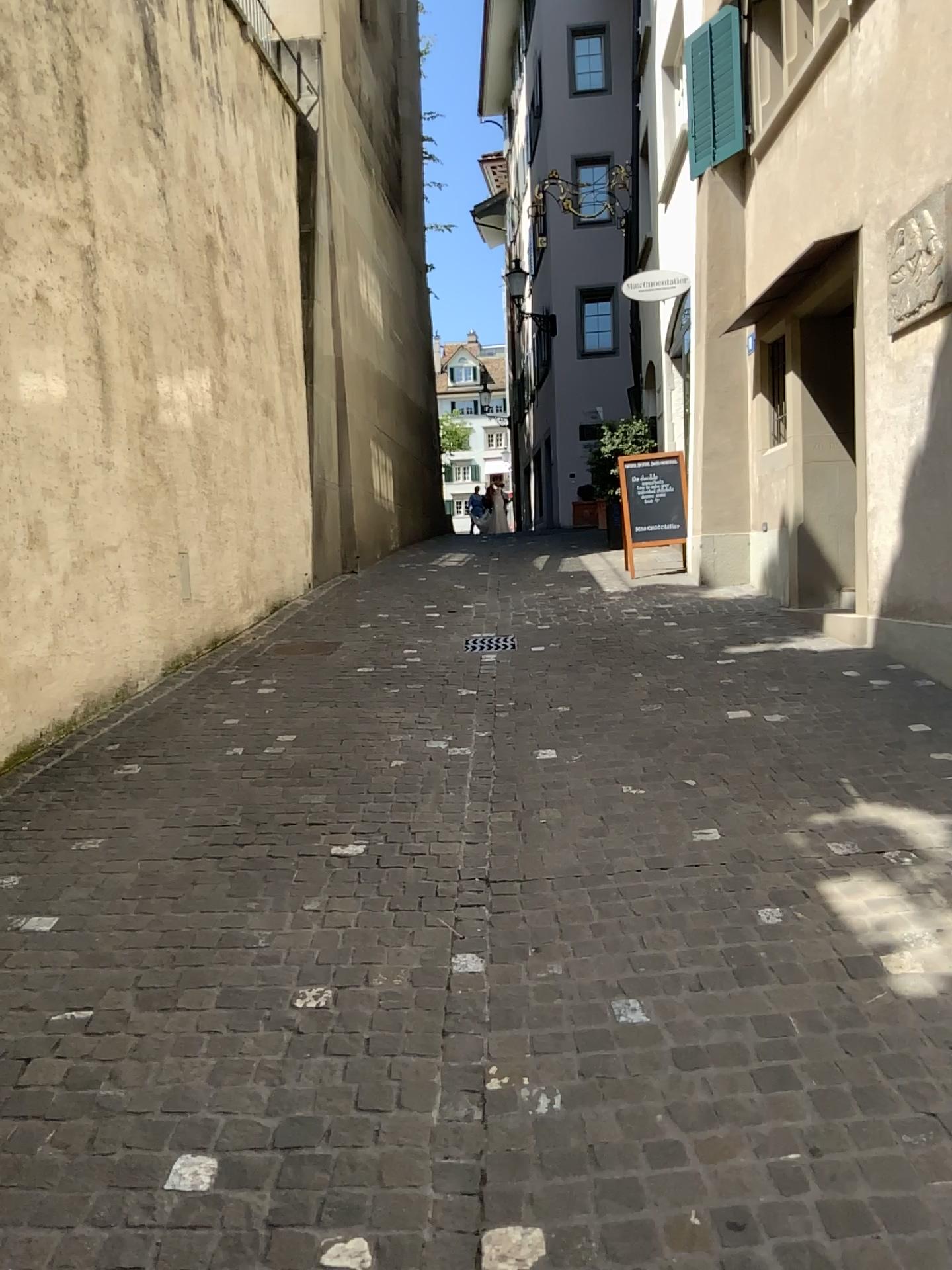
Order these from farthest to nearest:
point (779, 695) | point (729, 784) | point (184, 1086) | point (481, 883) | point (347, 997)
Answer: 1. point (779, 695)
2. point (729, 784)
3. point (481, 883)
4. point (347, 997)
5. point (184, 1086)
